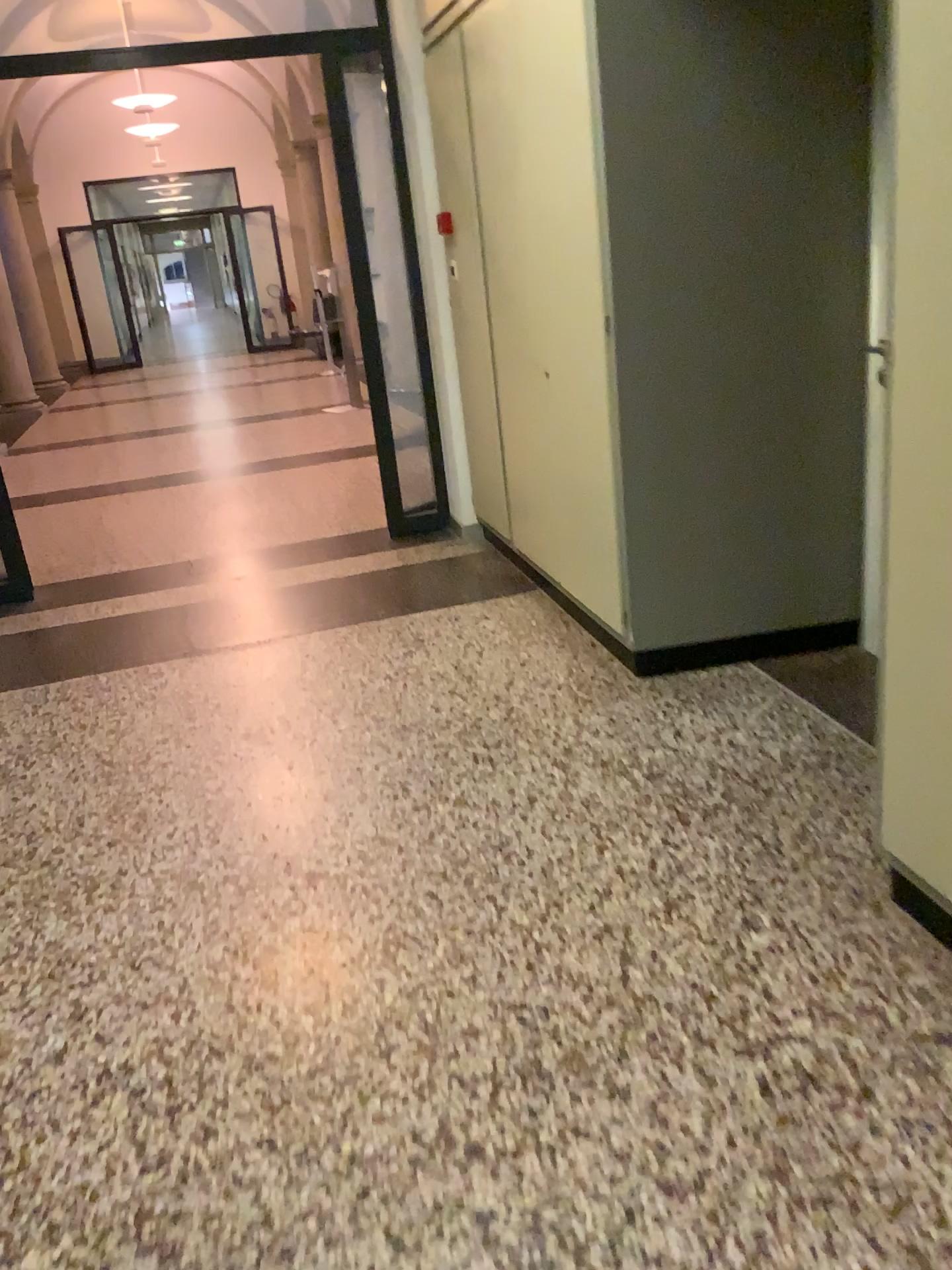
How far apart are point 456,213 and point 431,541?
1.5m
